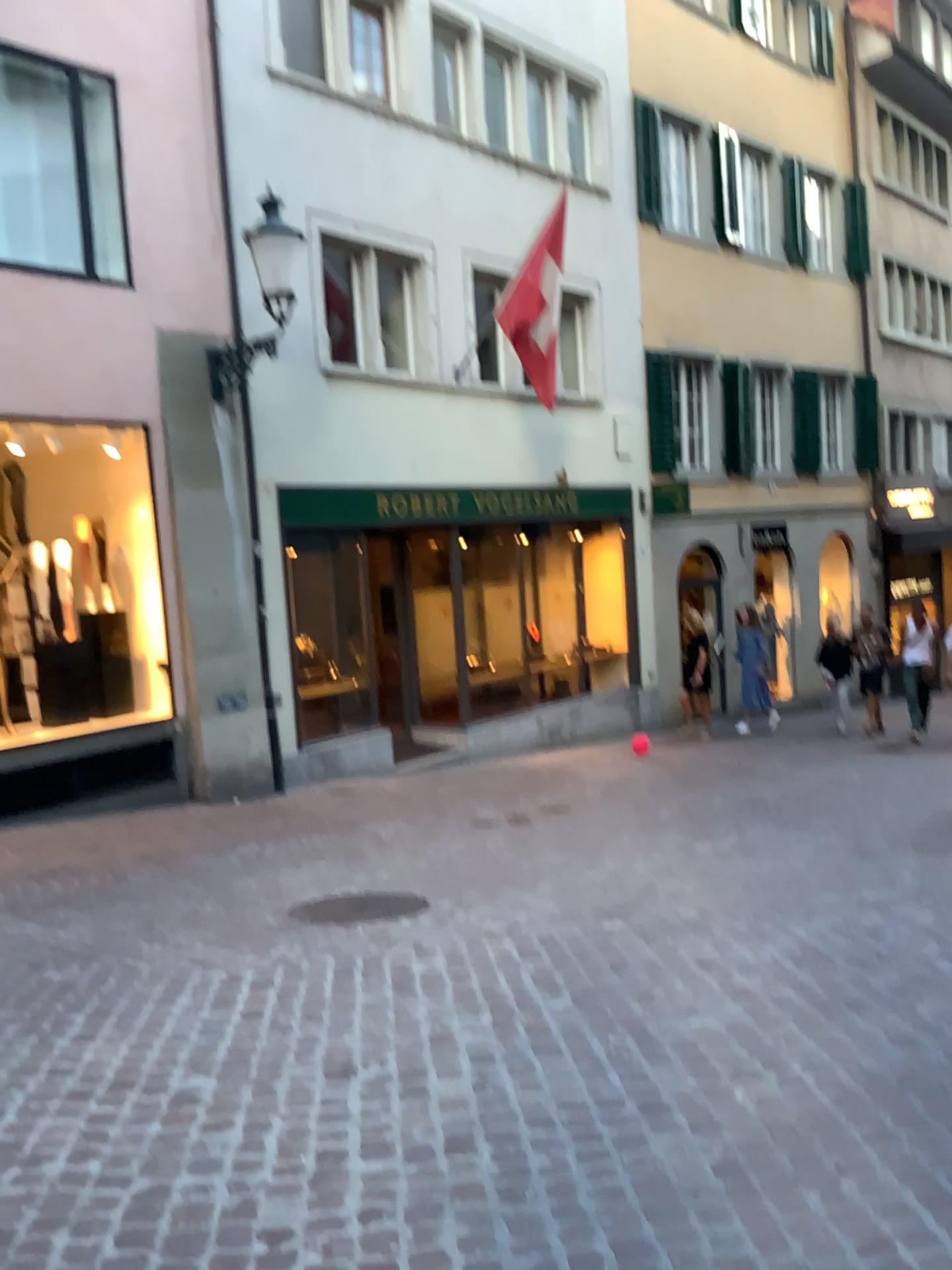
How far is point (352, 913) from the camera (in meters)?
4.87

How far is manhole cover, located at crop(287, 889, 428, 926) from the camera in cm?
487

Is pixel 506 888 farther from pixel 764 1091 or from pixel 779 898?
pixel 764 1091
